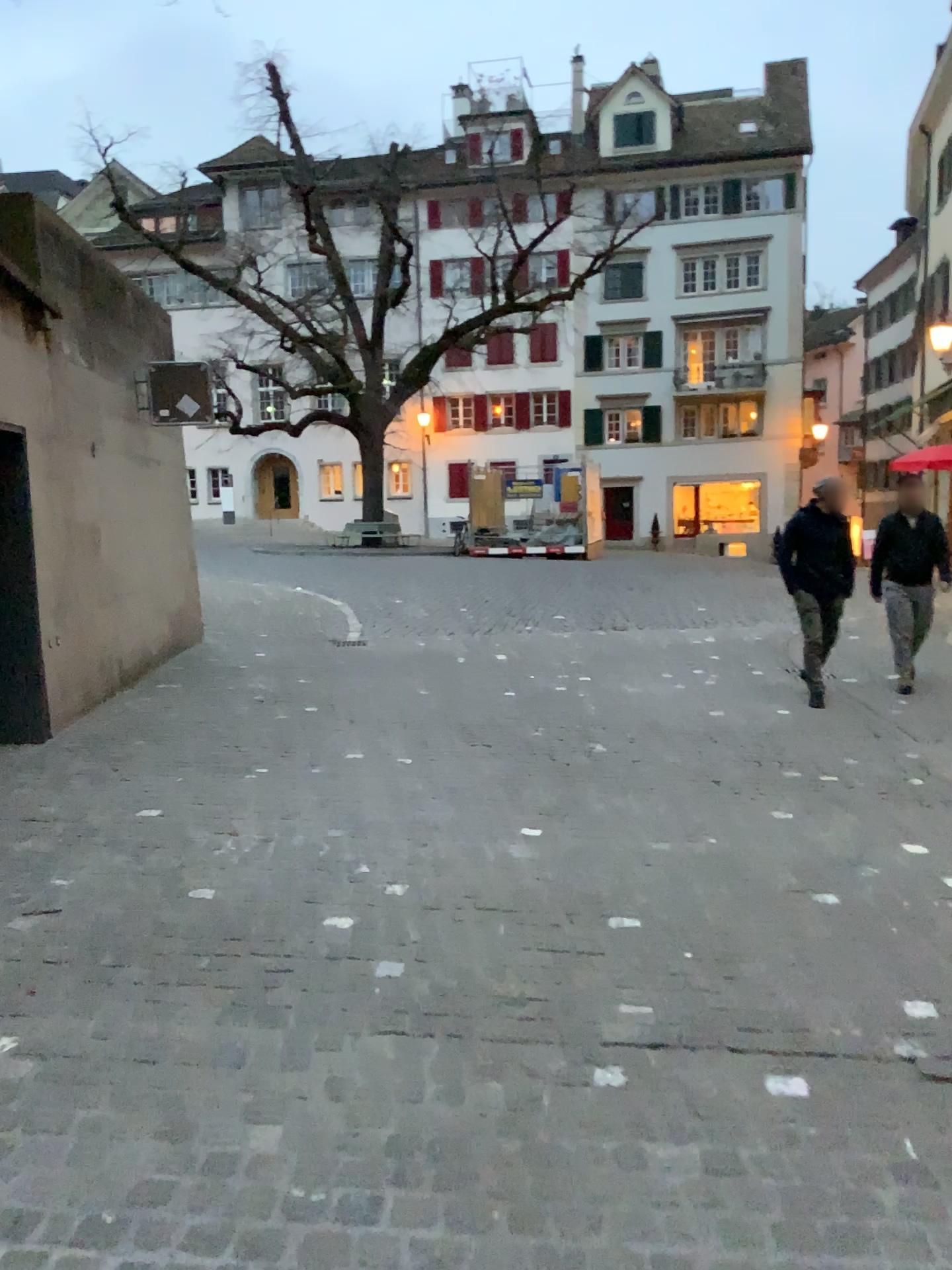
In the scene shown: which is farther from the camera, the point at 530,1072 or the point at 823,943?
the point at 823,943
